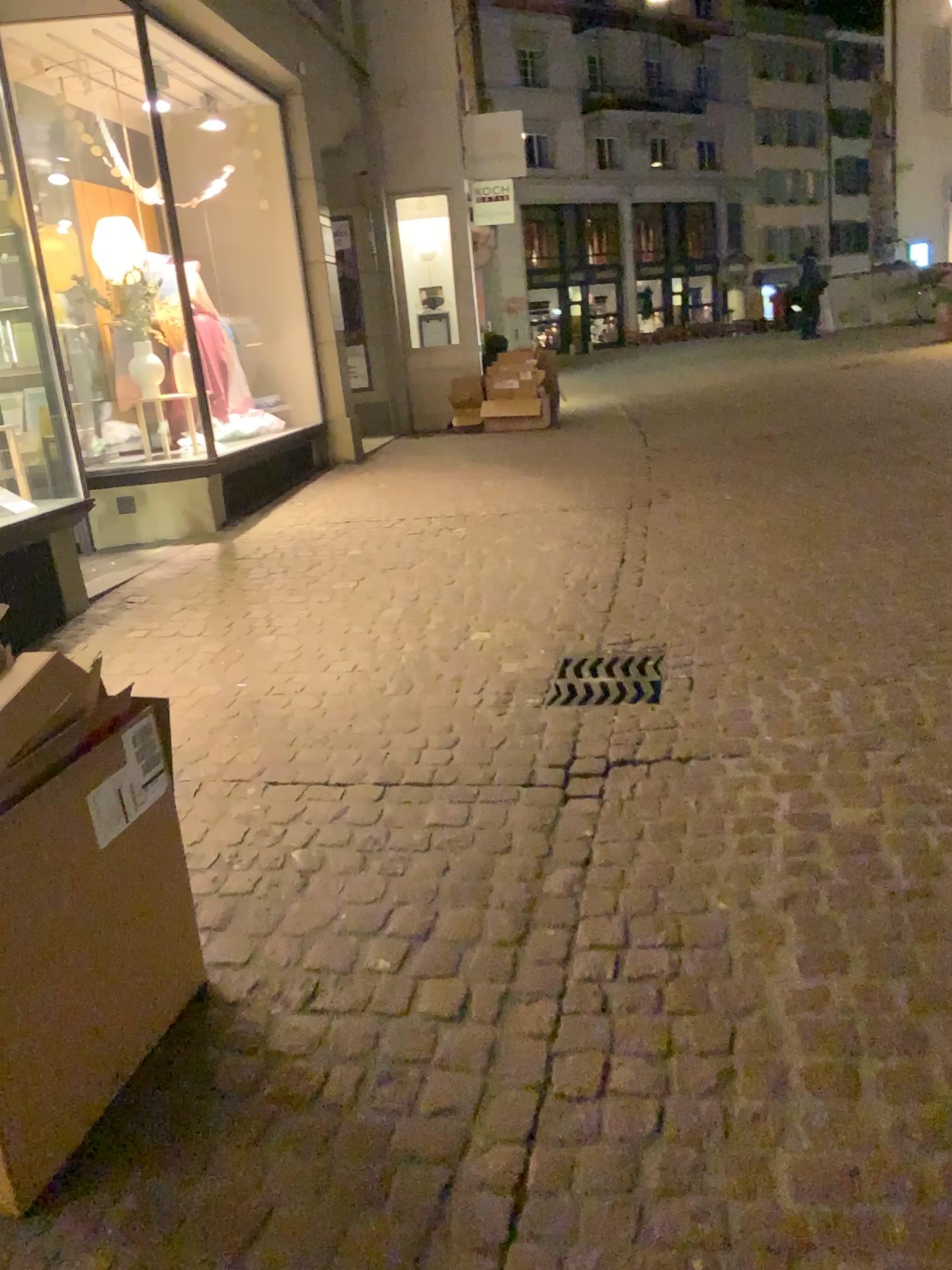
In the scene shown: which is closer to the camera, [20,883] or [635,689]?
[20,883]

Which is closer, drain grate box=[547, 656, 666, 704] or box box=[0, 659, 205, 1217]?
box box=[0, 659, 205, 1217]

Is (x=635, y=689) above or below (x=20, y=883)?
below

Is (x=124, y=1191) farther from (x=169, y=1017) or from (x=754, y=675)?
(x=754, y=675)

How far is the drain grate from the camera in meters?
3.4

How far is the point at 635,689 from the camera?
3.4 meters
